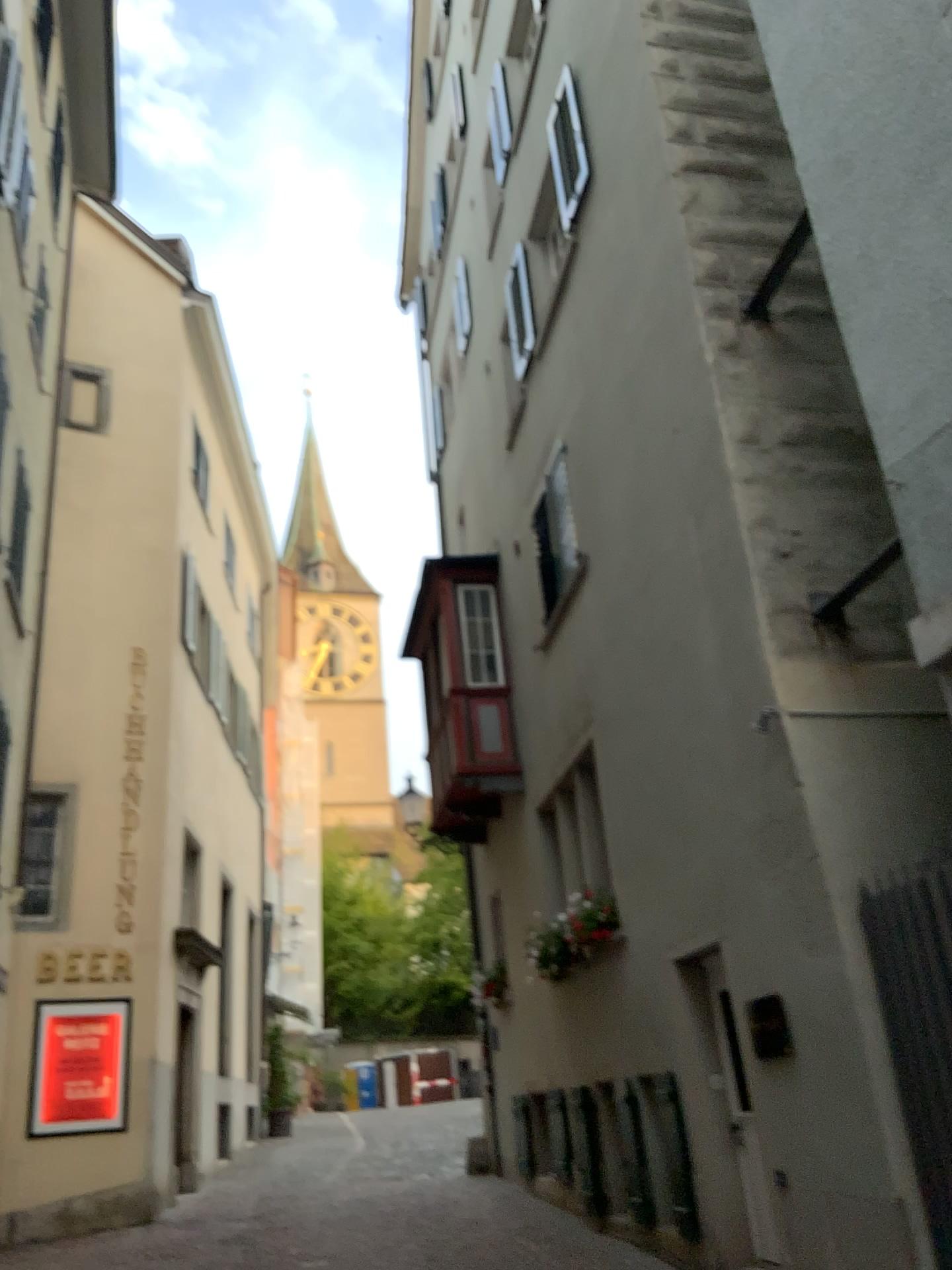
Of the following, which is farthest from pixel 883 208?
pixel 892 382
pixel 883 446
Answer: pixel 883 446
